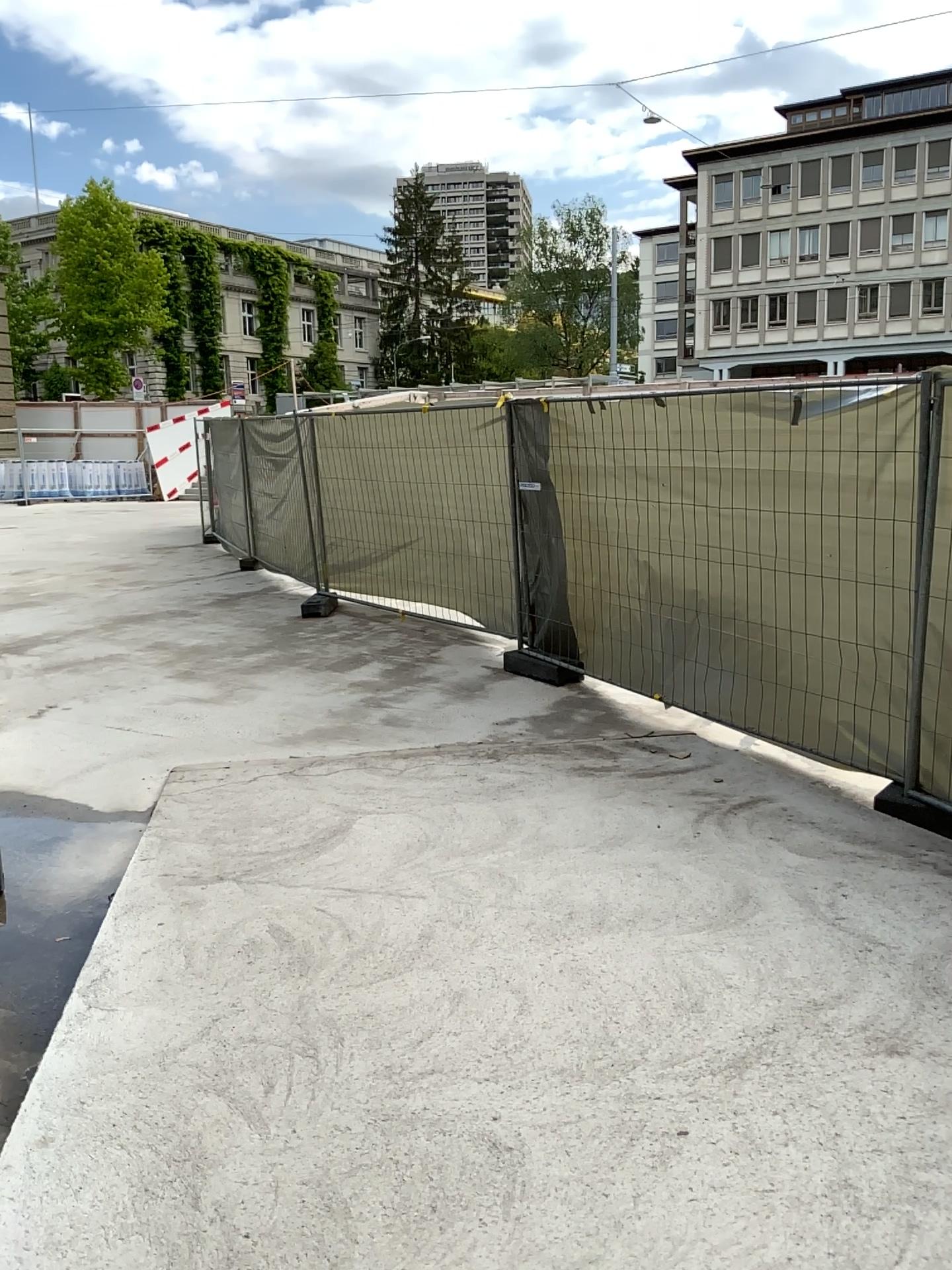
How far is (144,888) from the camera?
3.95m
